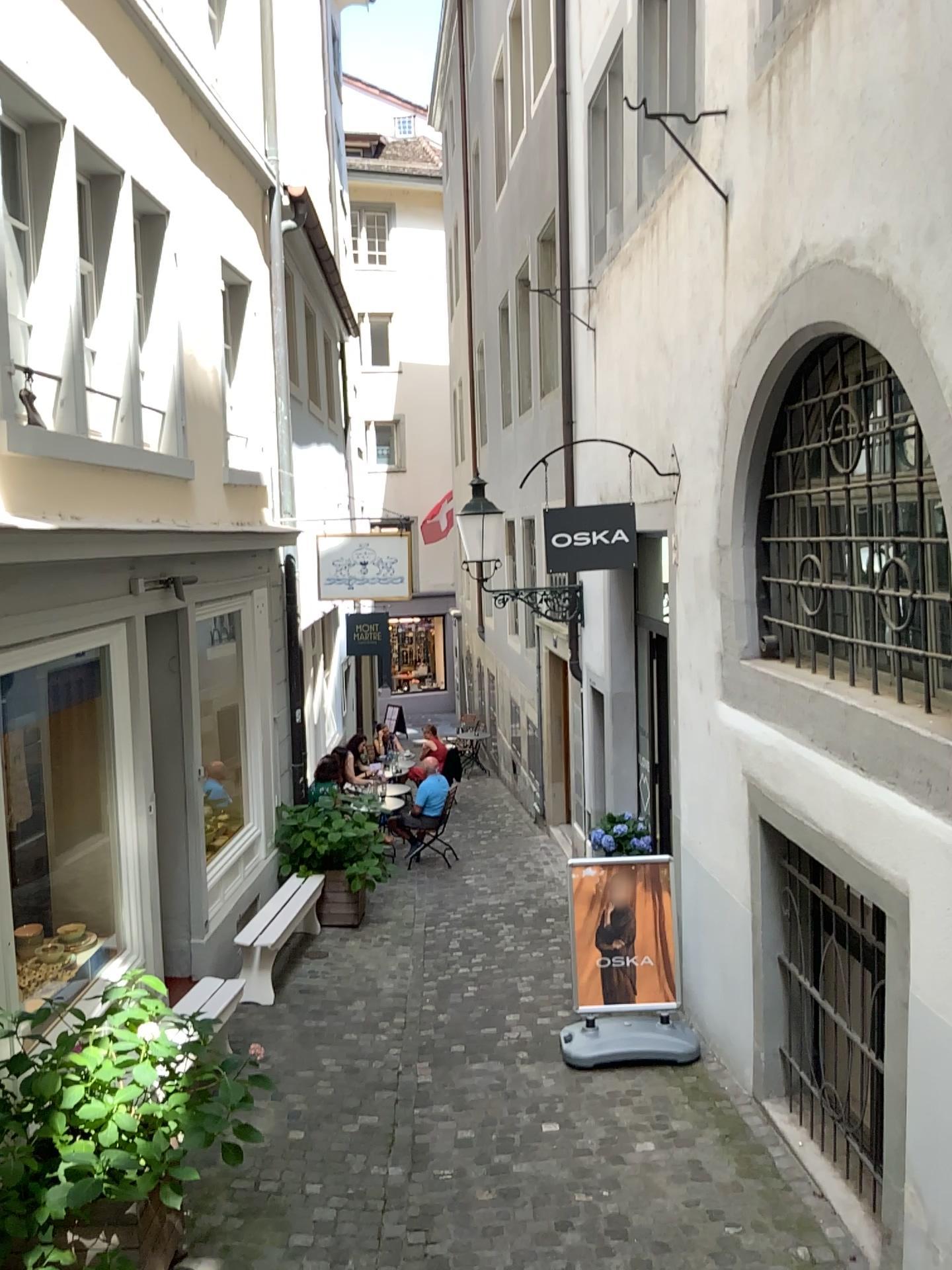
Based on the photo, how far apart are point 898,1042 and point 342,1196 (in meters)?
2.47
